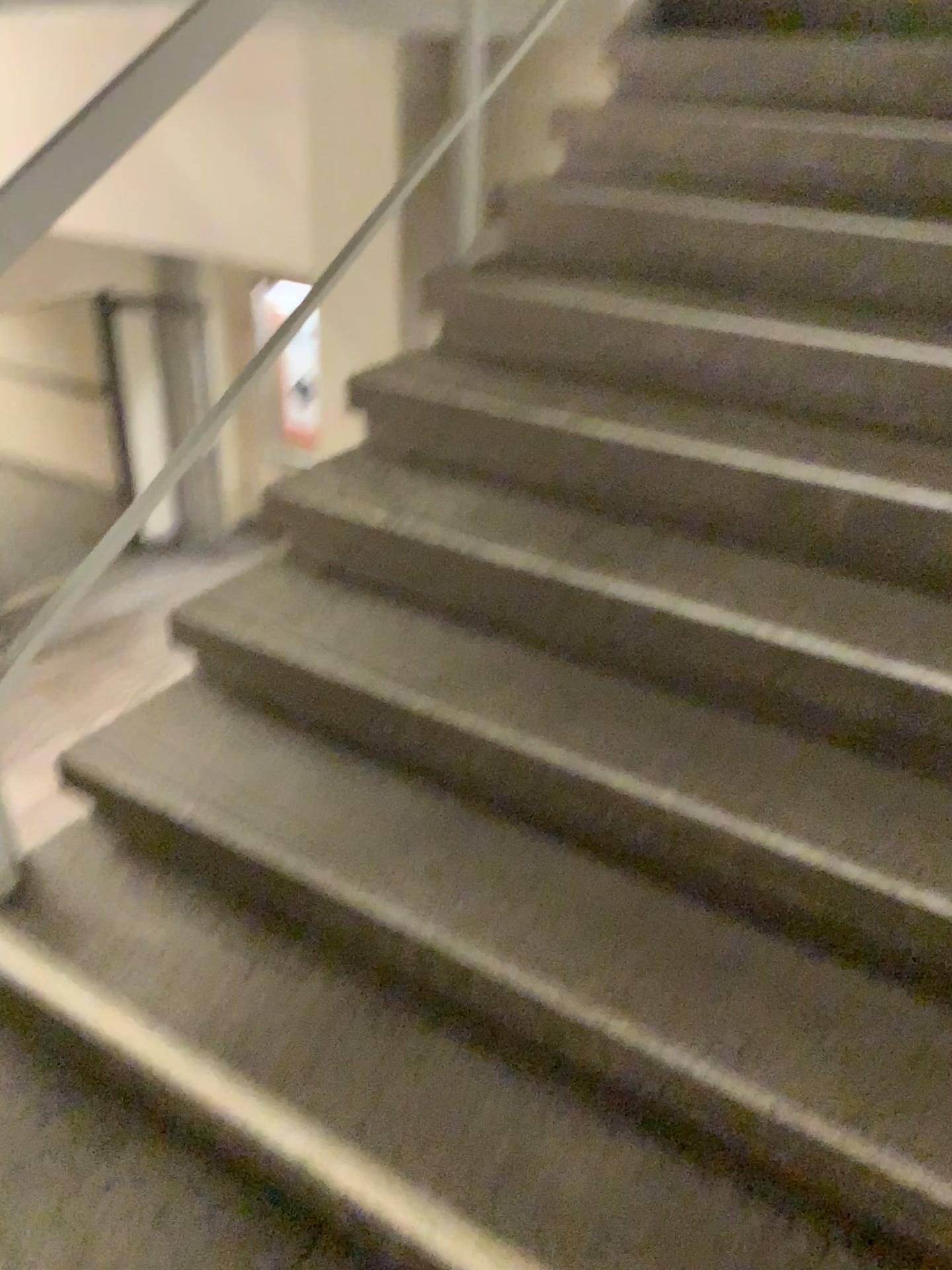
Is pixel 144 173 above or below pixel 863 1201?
above
